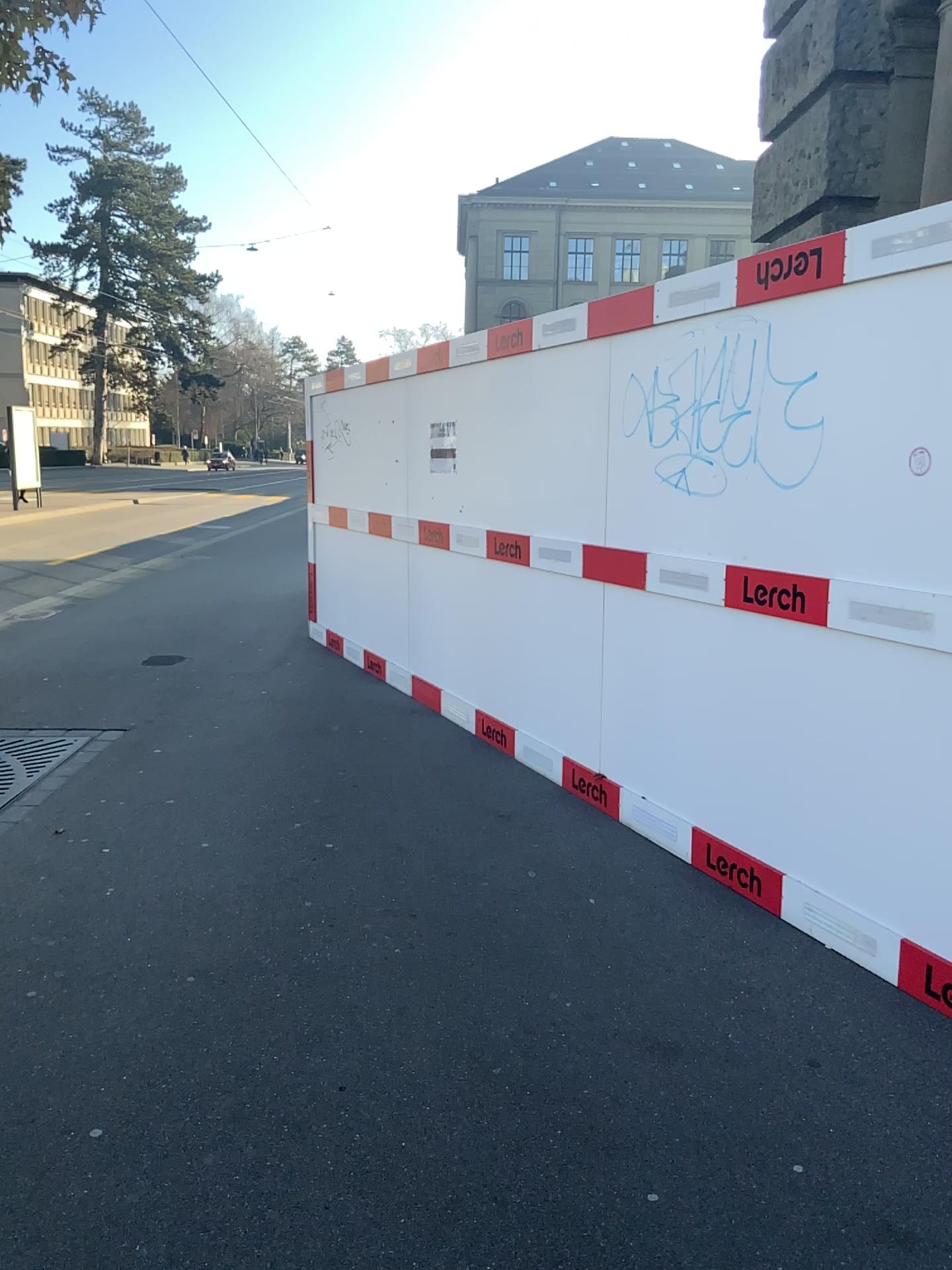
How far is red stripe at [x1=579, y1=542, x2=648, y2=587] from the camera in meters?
4.2 m

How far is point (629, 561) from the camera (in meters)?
4.23

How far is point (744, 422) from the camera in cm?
352
